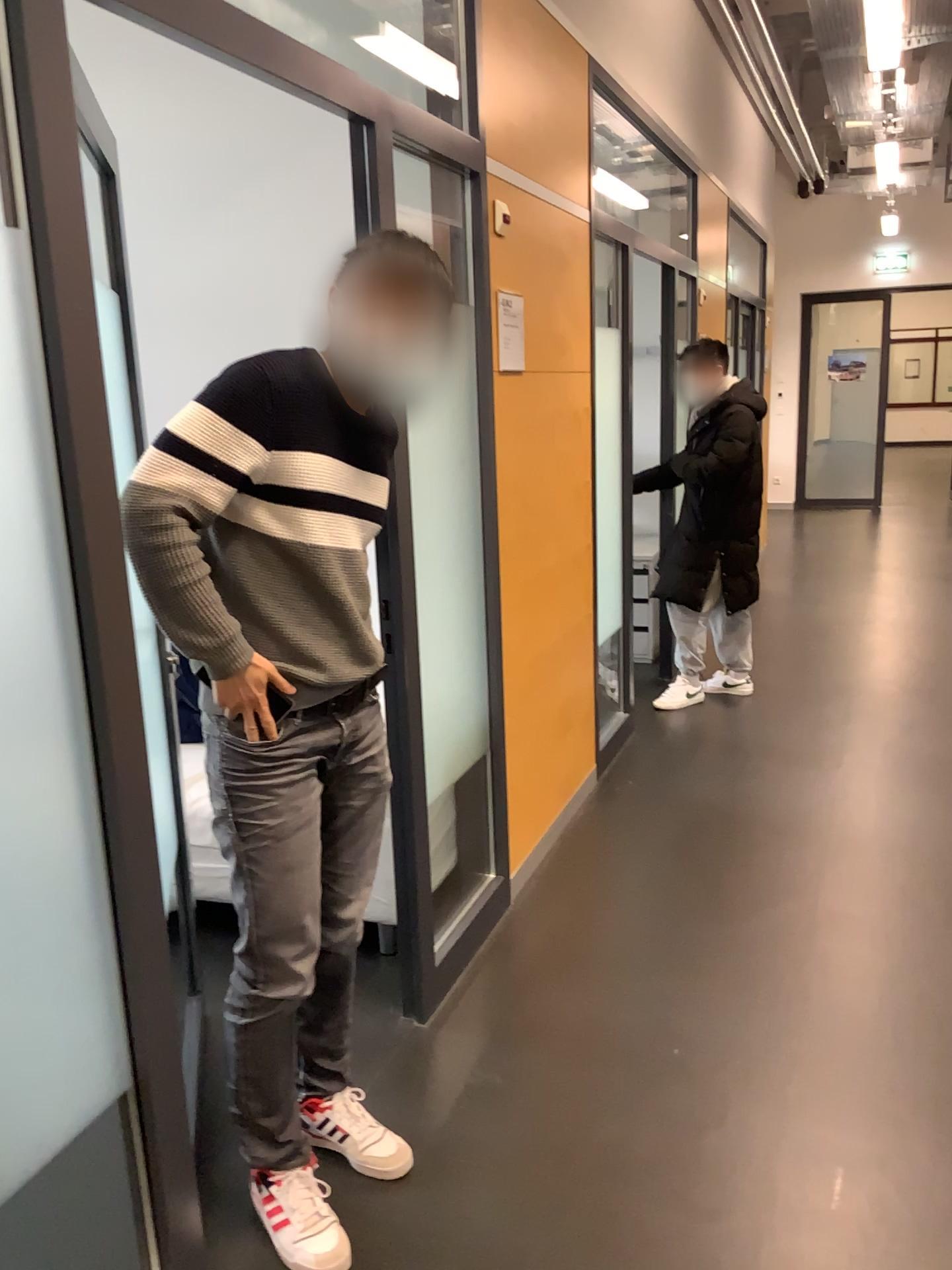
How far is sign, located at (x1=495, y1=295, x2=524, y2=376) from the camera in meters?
3.1 m

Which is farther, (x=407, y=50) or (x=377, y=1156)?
(x=407, y=50)

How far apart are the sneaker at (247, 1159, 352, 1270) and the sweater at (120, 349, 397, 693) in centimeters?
94cm

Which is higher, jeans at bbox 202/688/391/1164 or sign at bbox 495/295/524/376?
sign at bbox 495/295/524/376

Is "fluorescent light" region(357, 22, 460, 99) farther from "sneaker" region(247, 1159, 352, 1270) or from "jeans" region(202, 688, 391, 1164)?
"sneaker" region(247, 1159, 352, 1270)

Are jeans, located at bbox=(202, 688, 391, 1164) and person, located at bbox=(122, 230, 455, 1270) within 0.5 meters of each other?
yes

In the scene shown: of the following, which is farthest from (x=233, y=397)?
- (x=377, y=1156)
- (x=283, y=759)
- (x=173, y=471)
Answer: (x=377, y=1156)

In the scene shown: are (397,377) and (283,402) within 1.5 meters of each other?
yes

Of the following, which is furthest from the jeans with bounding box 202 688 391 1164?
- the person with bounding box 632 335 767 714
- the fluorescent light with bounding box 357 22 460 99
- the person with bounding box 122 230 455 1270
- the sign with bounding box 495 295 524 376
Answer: the person with bounding box 632 335 767 714

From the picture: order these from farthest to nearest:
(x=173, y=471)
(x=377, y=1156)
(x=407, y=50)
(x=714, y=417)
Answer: (x=714, y=417), (x=407, y=50), (x=377, y=1156), (x=173, y=471)
